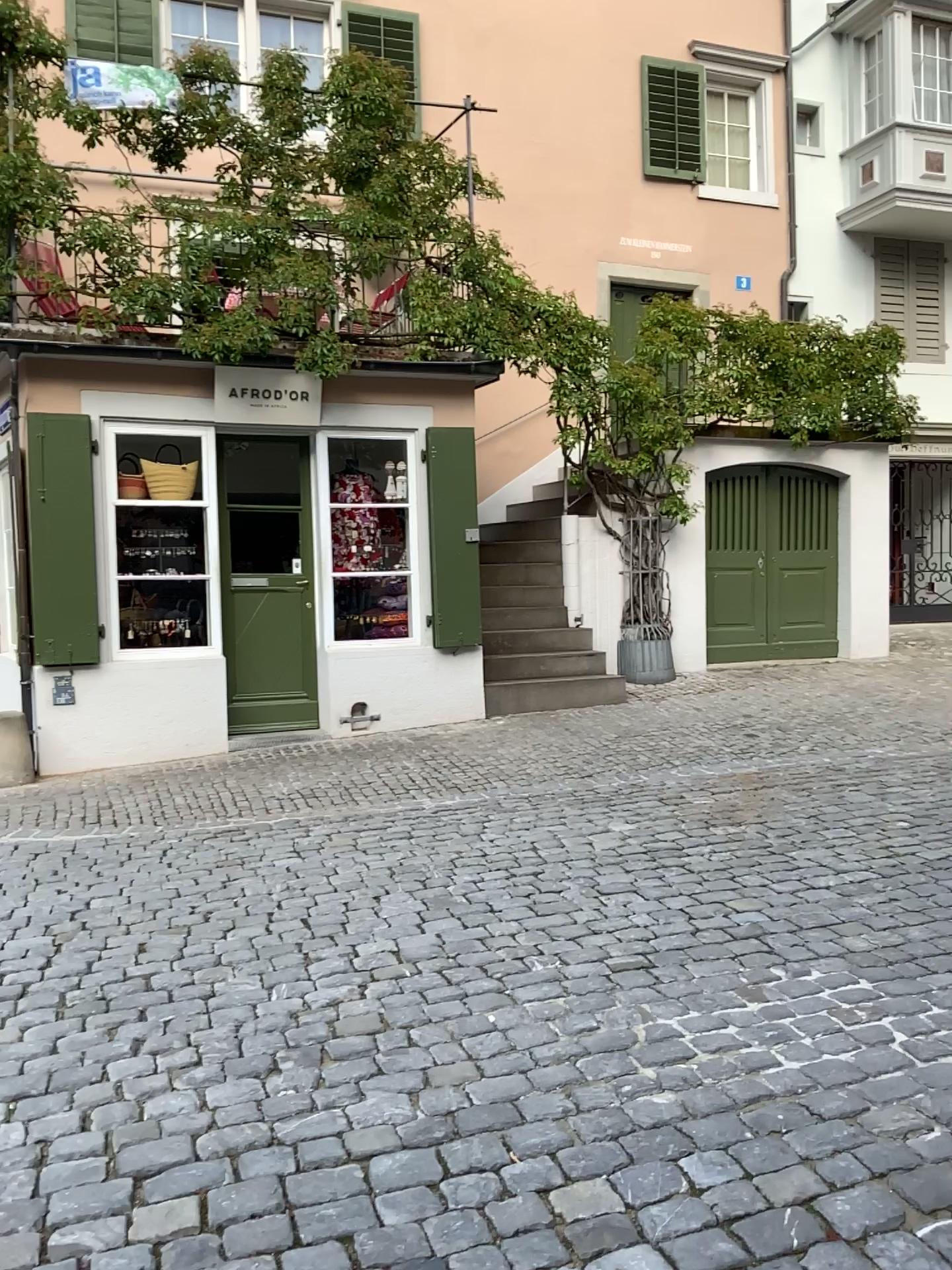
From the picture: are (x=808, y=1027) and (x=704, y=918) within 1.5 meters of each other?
yes
